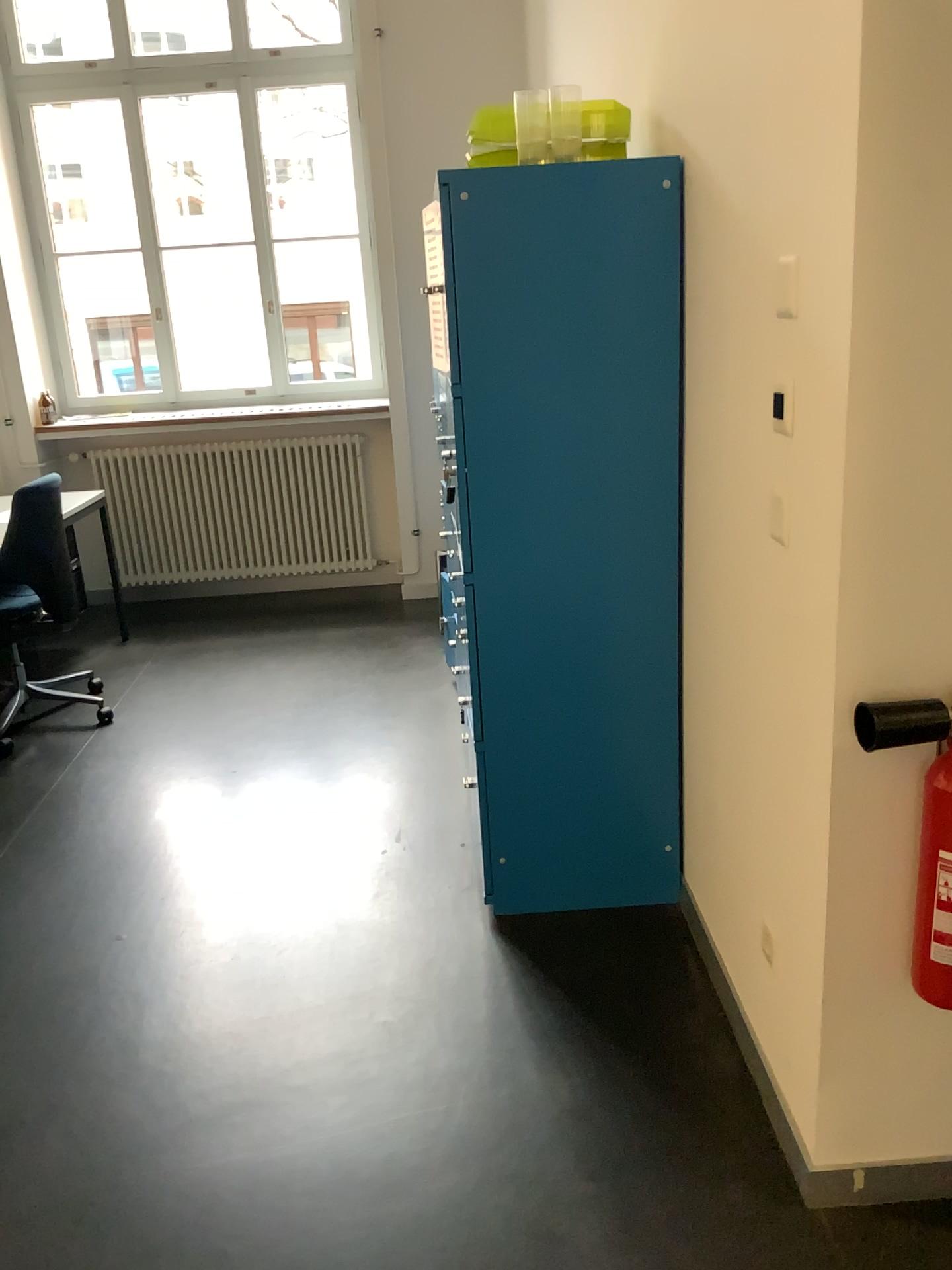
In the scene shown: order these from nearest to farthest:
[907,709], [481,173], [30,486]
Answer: [907,709], [481,173], [30,486]

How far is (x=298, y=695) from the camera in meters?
4.3

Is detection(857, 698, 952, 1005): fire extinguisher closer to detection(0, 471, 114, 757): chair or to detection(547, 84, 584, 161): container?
detection(547, 84, 584, 161): container

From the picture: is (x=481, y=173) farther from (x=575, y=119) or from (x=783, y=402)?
(x=783, y=402)

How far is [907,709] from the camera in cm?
147

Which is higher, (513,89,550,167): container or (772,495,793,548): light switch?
(513,89,550,167): container

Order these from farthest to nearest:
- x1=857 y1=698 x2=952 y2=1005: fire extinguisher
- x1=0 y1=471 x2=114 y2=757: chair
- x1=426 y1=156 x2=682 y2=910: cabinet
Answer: x1=0 y1=471 x2=114 y2=757: chair
x1=426 y1=156 x2=682 y2=910: cabinet
x1=857 y1=698 x2=952 y2=1005: fire extinguisher

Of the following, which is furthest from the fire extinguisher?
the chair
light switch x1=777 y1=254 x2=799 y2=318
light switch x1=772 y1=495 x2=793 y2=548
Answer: the chair

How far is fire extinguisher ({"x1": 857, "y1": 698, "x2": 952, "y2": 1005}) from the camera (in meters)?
1.47

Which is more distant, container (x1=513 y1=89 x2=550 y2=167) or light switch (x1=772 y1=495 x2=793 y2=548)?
container (x1=513 y1=89 x2=550 y2=167)
